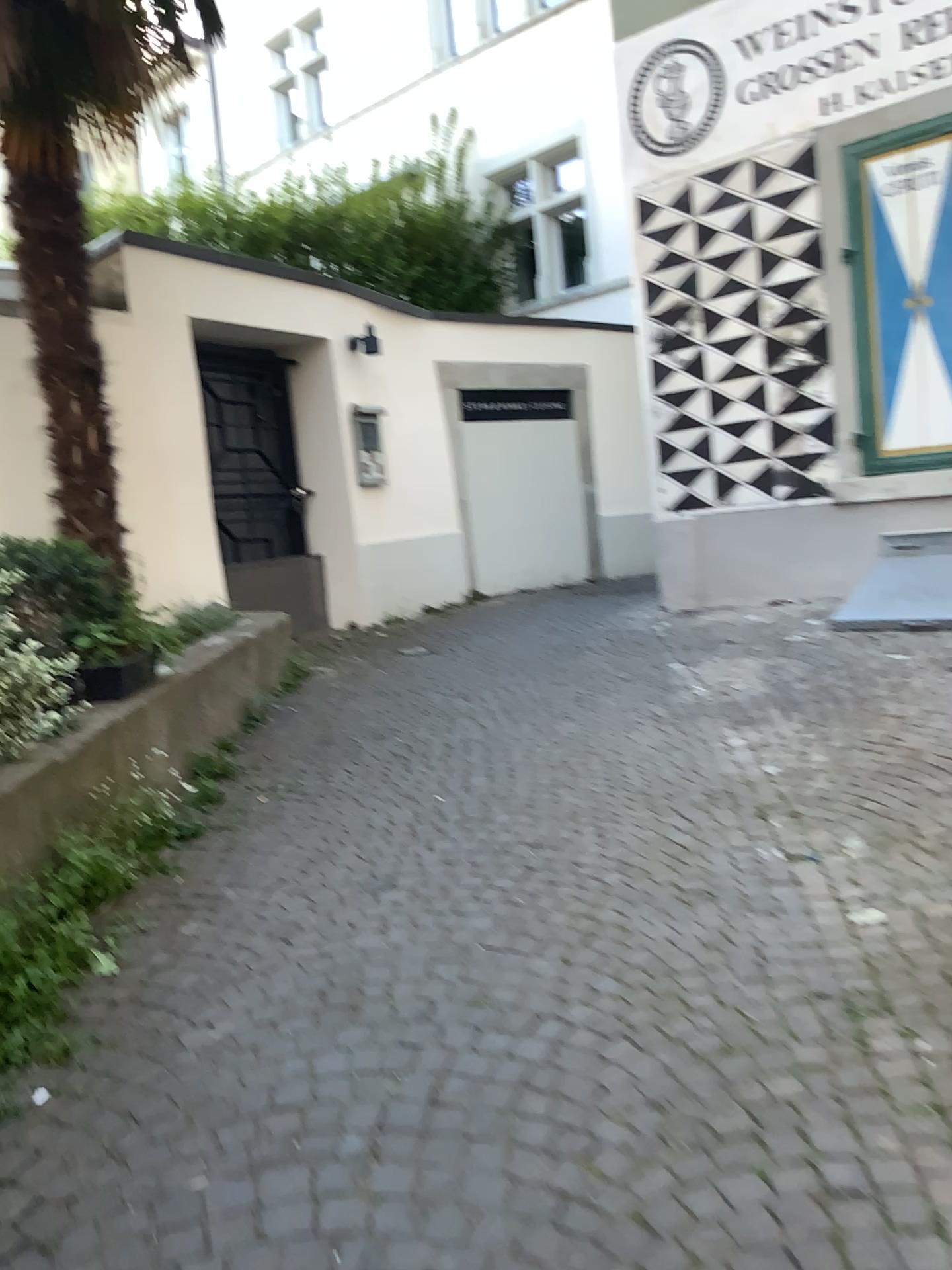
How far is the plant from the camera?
3.1m

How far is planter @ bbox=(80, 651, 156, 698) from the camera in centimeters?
370cm

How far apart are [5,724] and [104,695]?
0.6 meters

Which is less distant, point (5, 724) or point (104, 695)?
point (5, 724)

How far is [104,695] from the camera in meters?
3.7

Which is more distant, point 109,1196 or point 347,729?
point 347,729

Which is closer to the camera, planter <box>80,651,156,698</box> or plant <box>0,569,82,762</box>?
plant <box>0,569,82,762</box>
